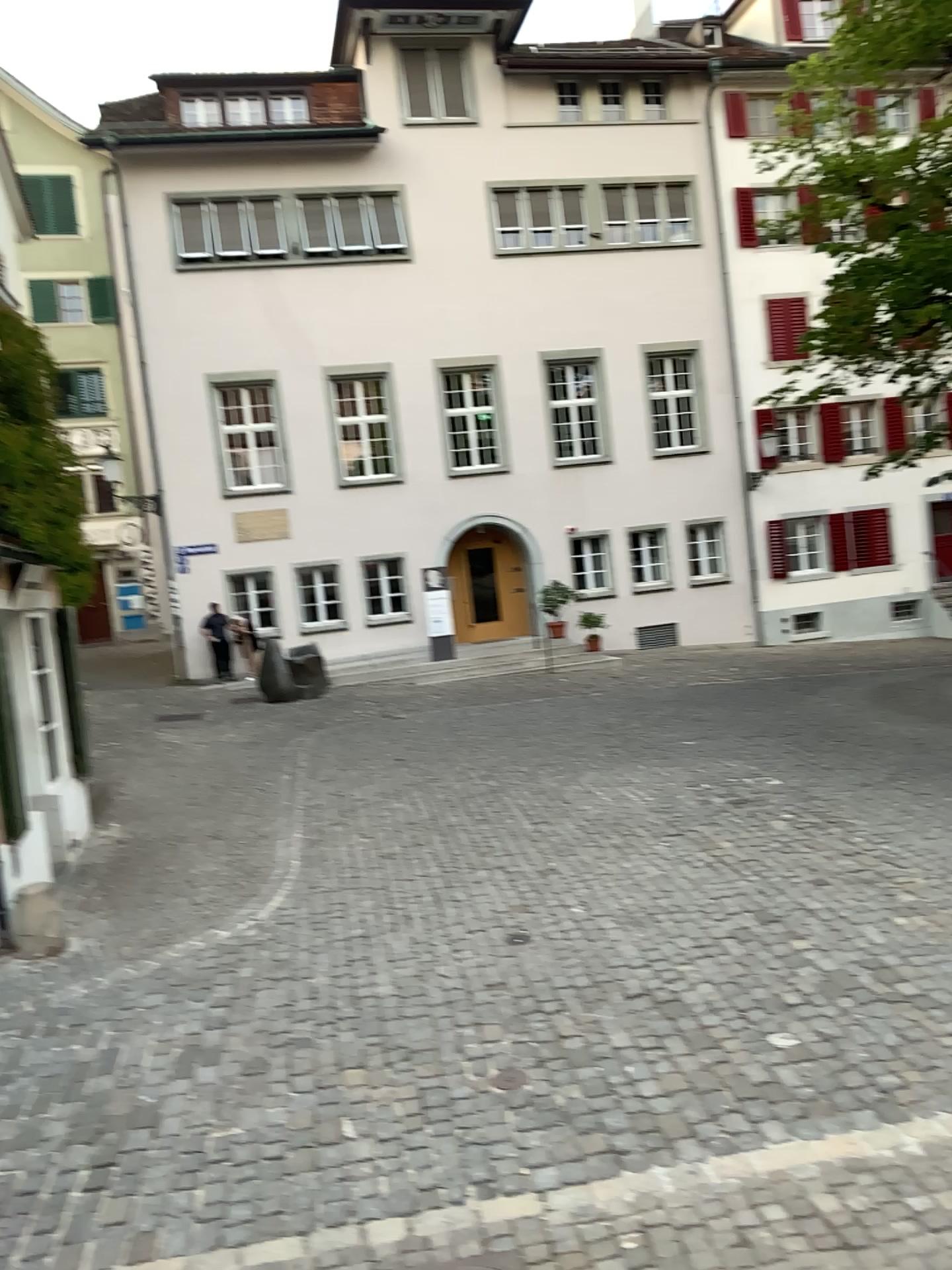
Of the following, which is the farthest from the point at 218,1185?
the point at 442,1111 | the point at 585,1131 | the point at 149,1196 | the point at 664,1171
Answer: the point at 664,1171
